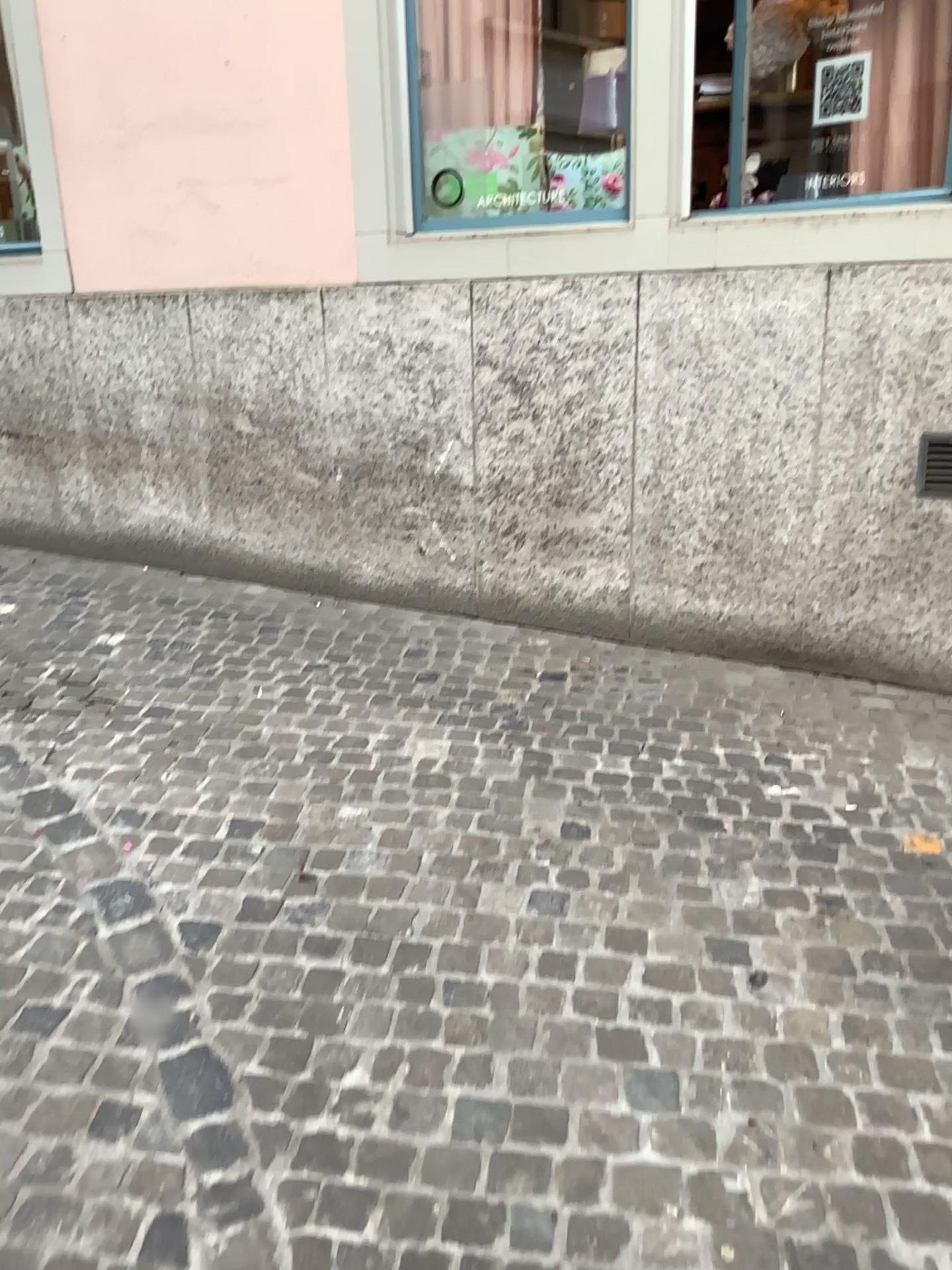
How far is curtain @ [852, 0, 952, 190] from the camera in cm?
350

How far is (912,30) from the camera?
3.50m

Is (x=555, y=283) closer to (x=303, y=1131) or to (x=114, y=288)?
(x=114, y=288)

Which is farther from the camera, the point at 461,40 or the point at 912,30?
the point at 461,40

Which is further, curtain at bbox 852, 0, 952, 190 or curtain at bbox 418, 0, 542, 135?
curtain at bbox 418, 0, 542, 135
